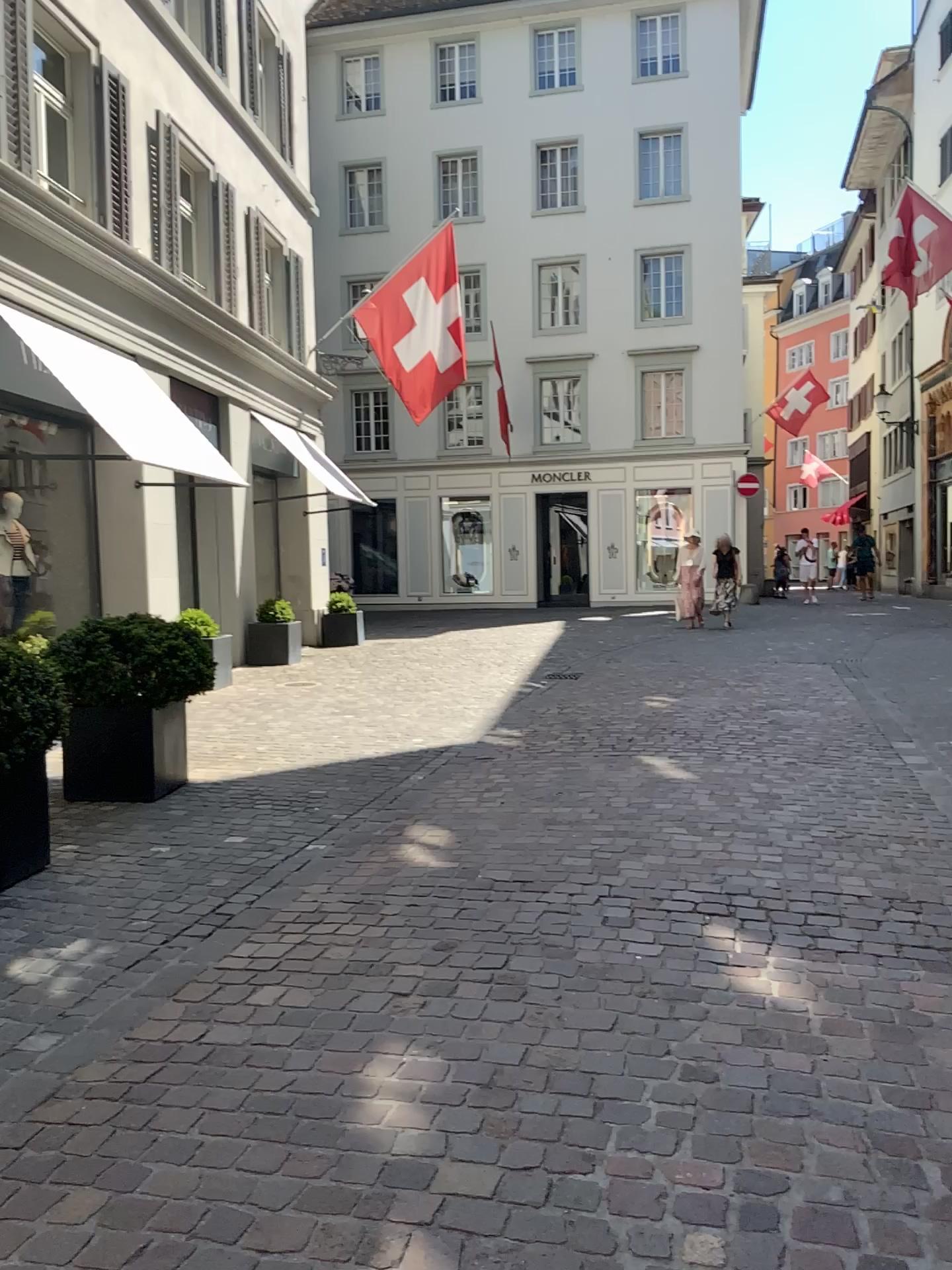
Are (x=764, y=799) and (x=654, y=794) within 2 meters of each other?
yes
